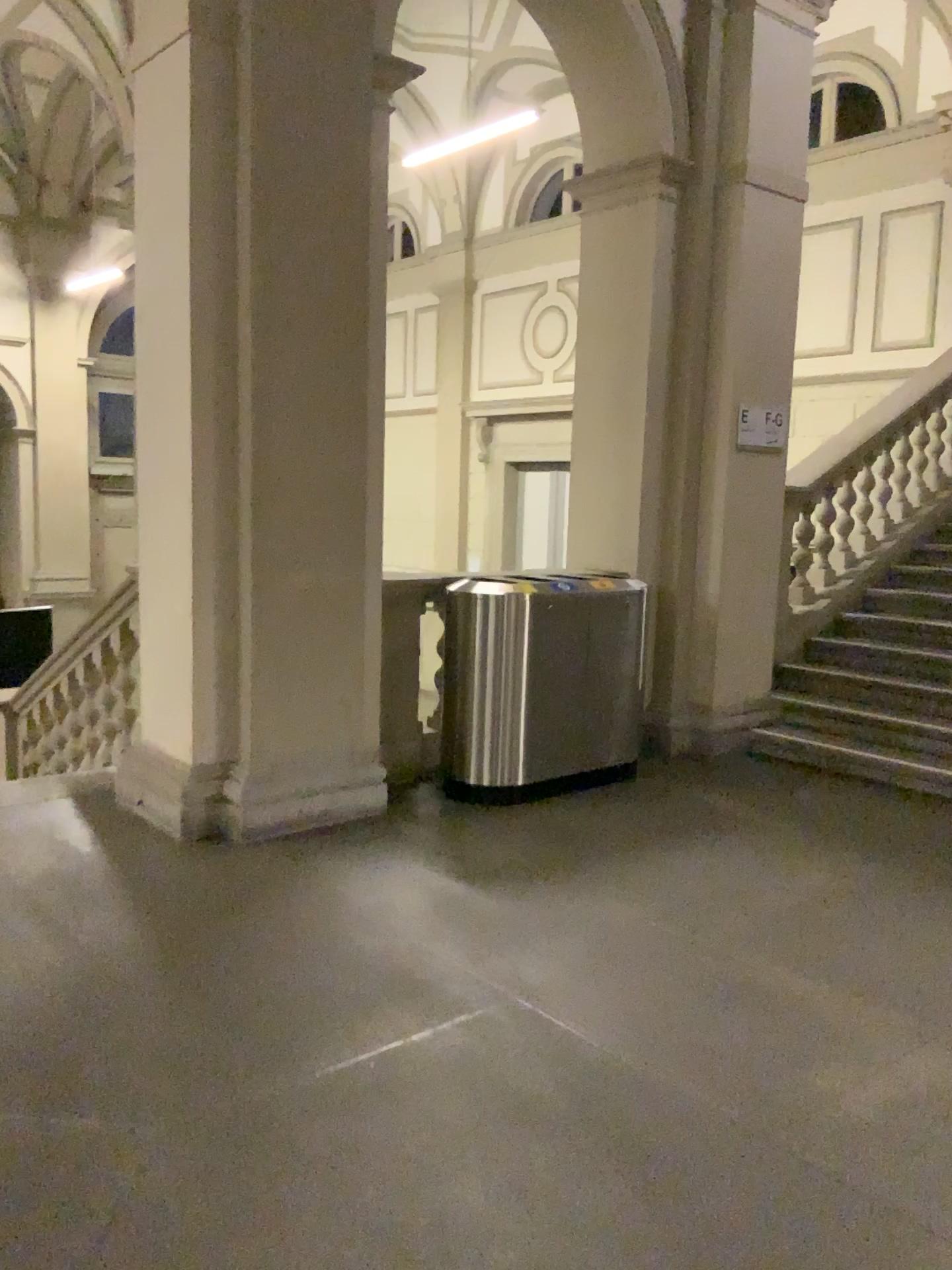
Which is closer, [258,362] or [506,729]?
[258,362]
